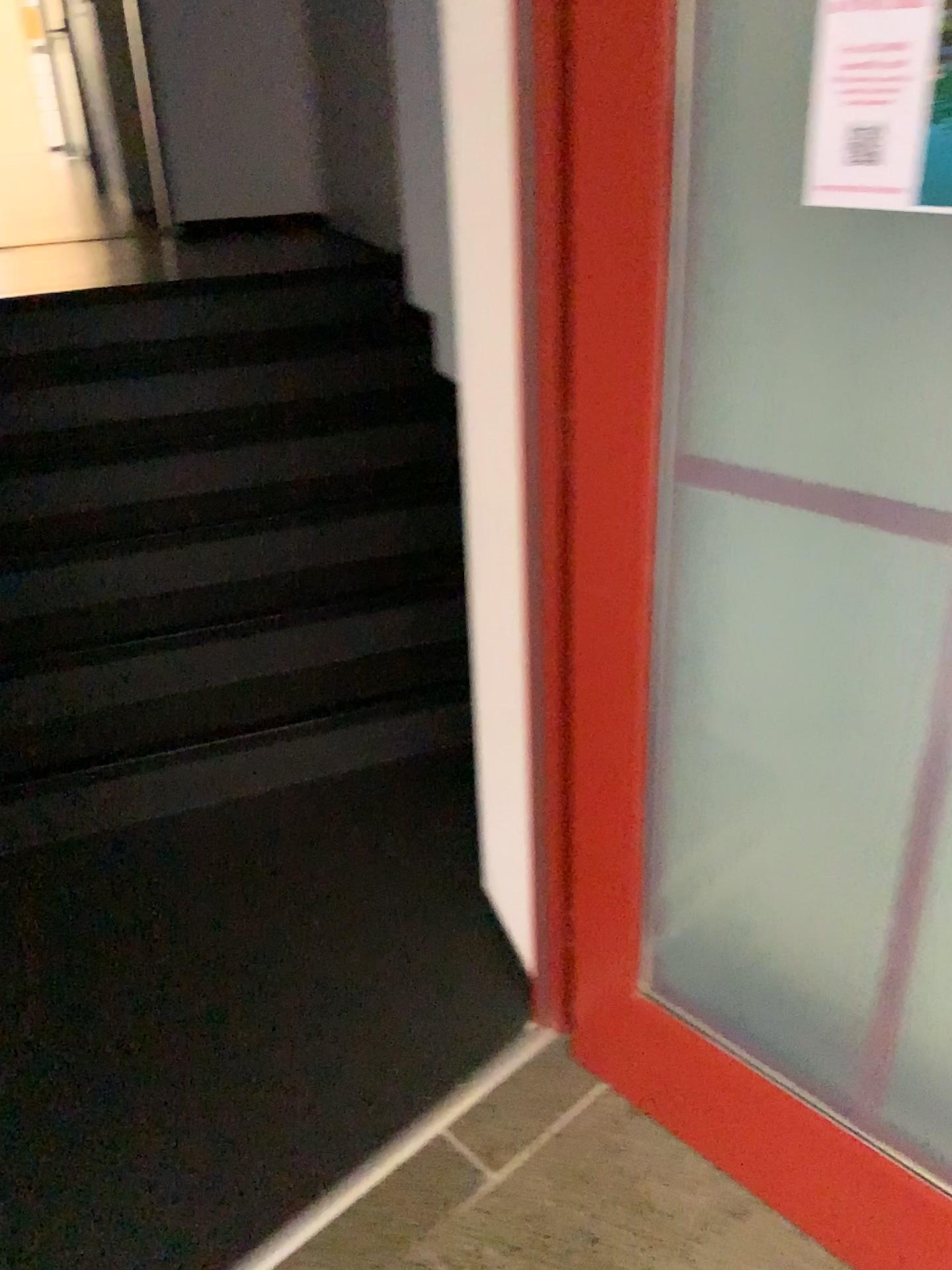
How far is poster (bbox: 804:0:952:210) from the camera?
0.9m

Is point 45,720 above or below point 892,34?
below

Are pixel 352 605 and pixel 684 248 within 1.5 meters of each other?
no

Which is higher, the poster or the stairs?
the poster

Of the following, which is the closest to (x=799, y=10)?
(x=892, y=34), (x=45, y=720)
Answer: (x=892, y=34)

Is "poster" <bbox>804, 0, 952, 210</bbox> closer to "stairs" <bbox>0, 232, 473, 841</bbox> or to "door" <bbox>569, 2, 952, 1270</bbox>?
"door" <bbox>569, 2, 952, 1270</bbox>

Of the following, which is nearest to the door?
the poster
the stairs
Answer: the poster

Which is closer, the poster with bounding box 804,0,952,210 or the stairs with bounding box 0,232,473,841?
the poster with bounding box 804,0,952,210

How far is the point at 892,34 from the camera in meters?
0.9 m
